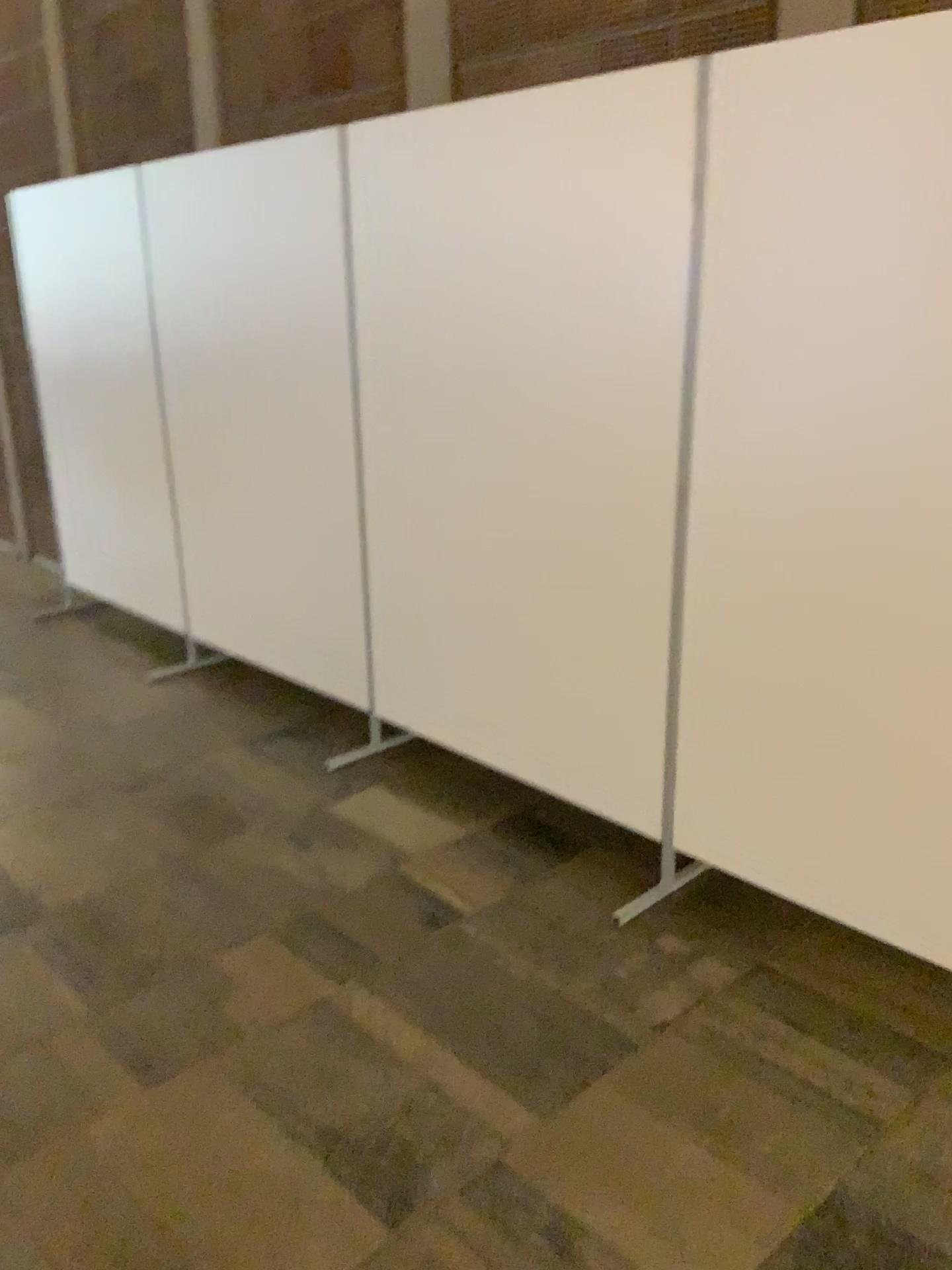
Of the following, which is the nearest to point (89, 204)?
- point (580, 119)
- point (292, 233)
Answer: point (292, 233)

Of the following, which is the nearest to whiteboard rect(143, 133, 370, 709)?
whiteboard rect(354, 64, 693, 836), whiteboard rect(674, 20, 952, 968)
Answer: whiteboard rect(354, 64, 693, 836)

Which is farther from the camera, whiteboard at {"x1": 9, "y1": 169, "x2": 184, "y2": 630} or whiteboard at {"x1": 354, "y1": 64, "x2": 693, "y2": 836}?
whiteboard at {"x1": 9, "y1": 169, "x2": 184, "y2": 630}

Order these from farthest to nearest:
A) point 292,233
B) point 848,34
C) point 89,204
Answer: point 89,204 < point 292,233 < point 848,34

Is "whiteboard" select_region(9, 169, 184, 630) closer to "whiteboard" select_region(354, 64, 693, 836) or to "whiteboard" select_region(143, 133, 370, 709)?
"whiteboard" select_region(143, 133, 370, 709)

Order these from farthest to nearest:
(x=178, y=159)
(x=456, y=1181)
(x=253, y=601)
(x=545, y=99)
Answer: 1. (x=253, y=601)
2. (x=178, y=159)
3. (x=545, y=99)
4. (x=456, y=1181)

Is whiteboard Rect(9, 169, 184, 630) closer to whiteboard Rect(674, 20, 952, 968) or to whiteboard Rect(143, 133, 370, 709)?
whiteboard Rect(143, 133, 370, 709)

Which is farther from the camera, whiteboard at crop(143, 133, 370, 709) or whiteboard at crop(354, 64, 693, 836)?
whiteboard at crop(143, 133, 370, 709)

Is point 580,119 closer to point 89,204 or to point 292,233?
point 292,233

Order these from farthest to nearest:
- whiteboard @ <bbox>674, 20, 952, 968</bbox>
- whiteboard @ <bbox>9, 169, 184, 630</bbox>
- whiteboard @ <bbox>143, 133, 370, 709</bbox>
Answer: whiteboard @ <bbox>9, 169, 184, 630</bbox>, whiteboard @ <bbox>143, 133, 370, 709</bbox>, whiteboard @ <bbox>674, 20, 952, 968</bbox>
